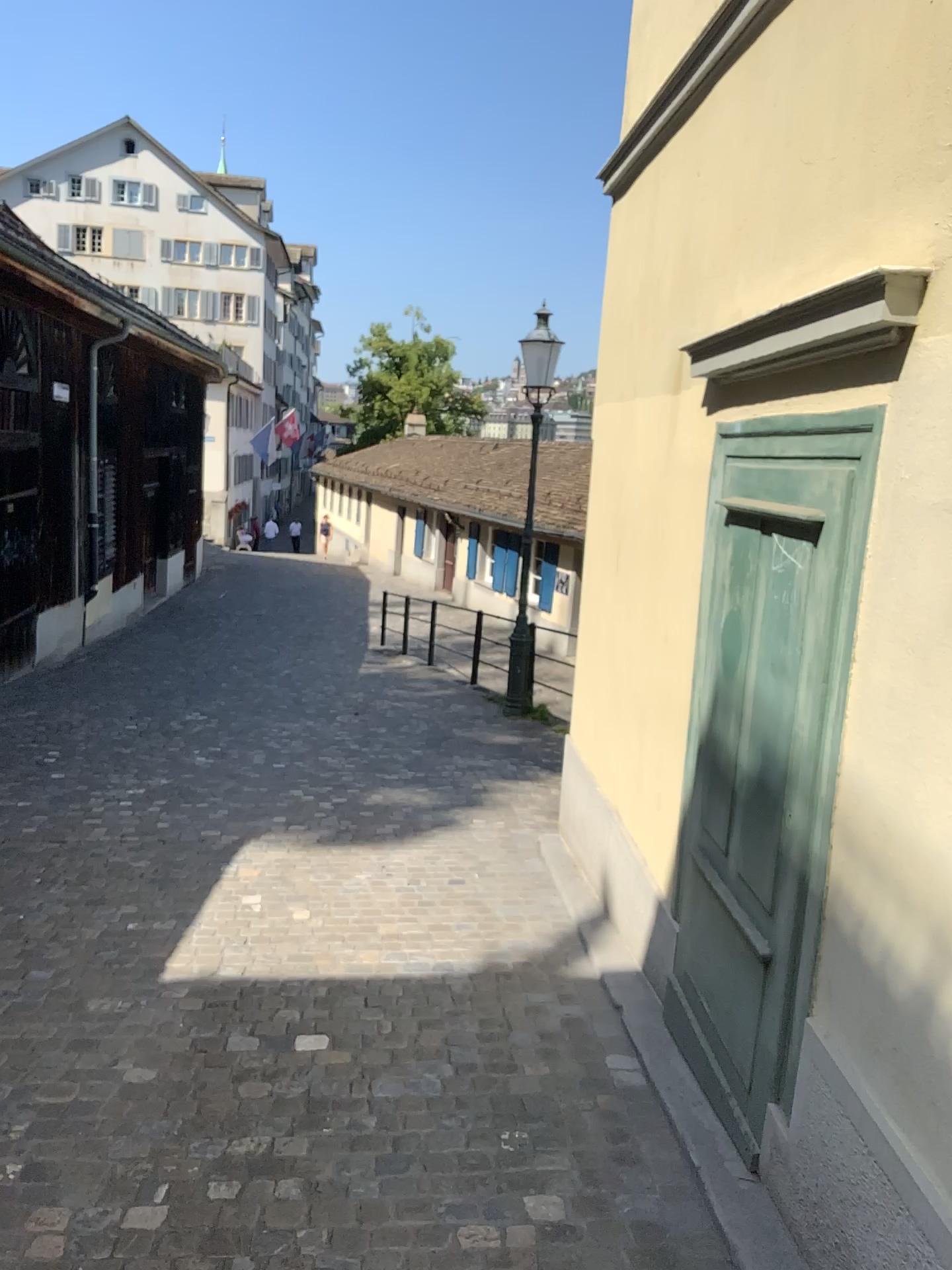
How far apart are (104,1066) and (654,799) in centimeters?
208cm
